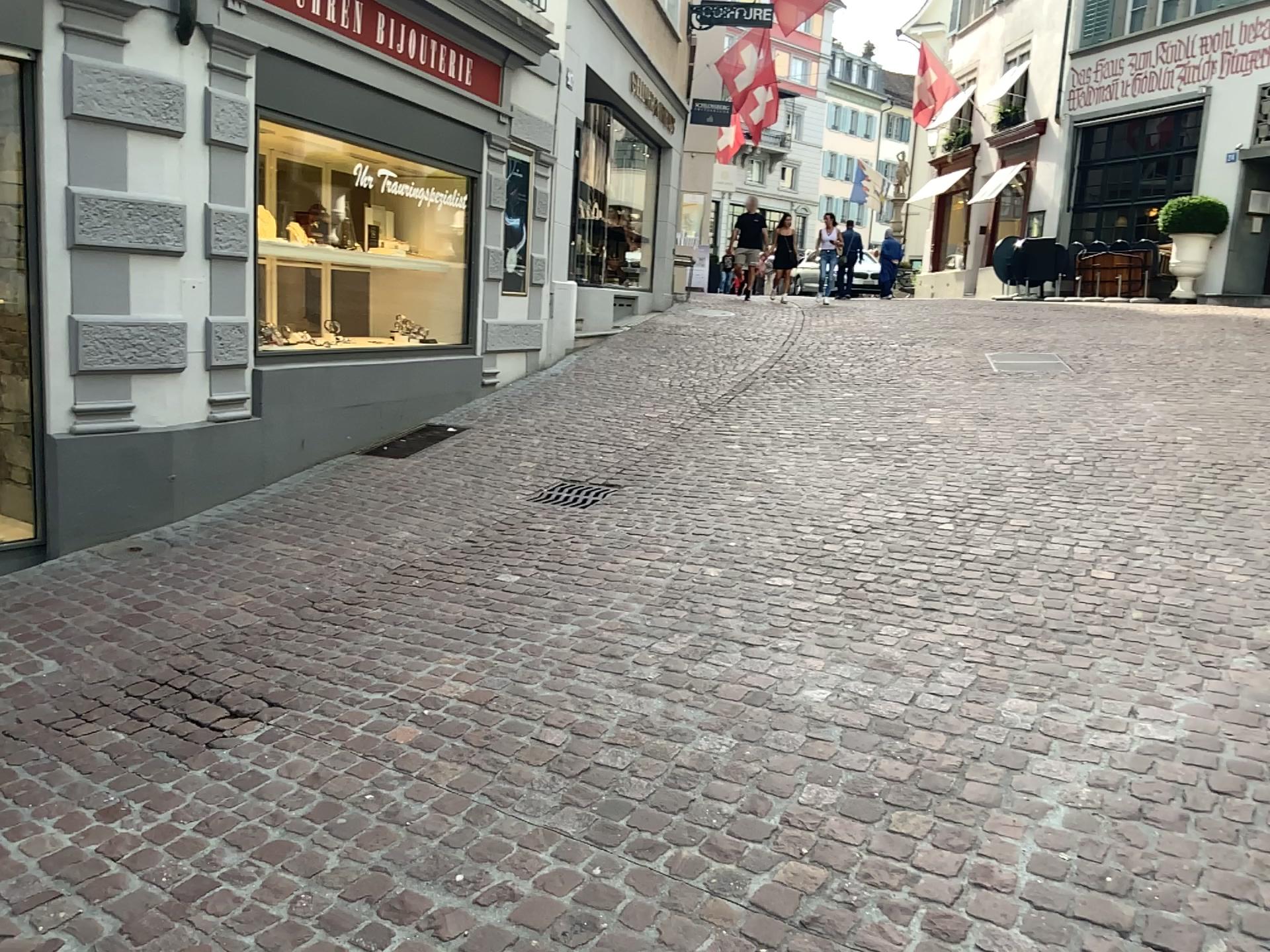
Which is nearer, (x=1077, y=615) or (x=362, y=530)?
(x=1077, y=615)
